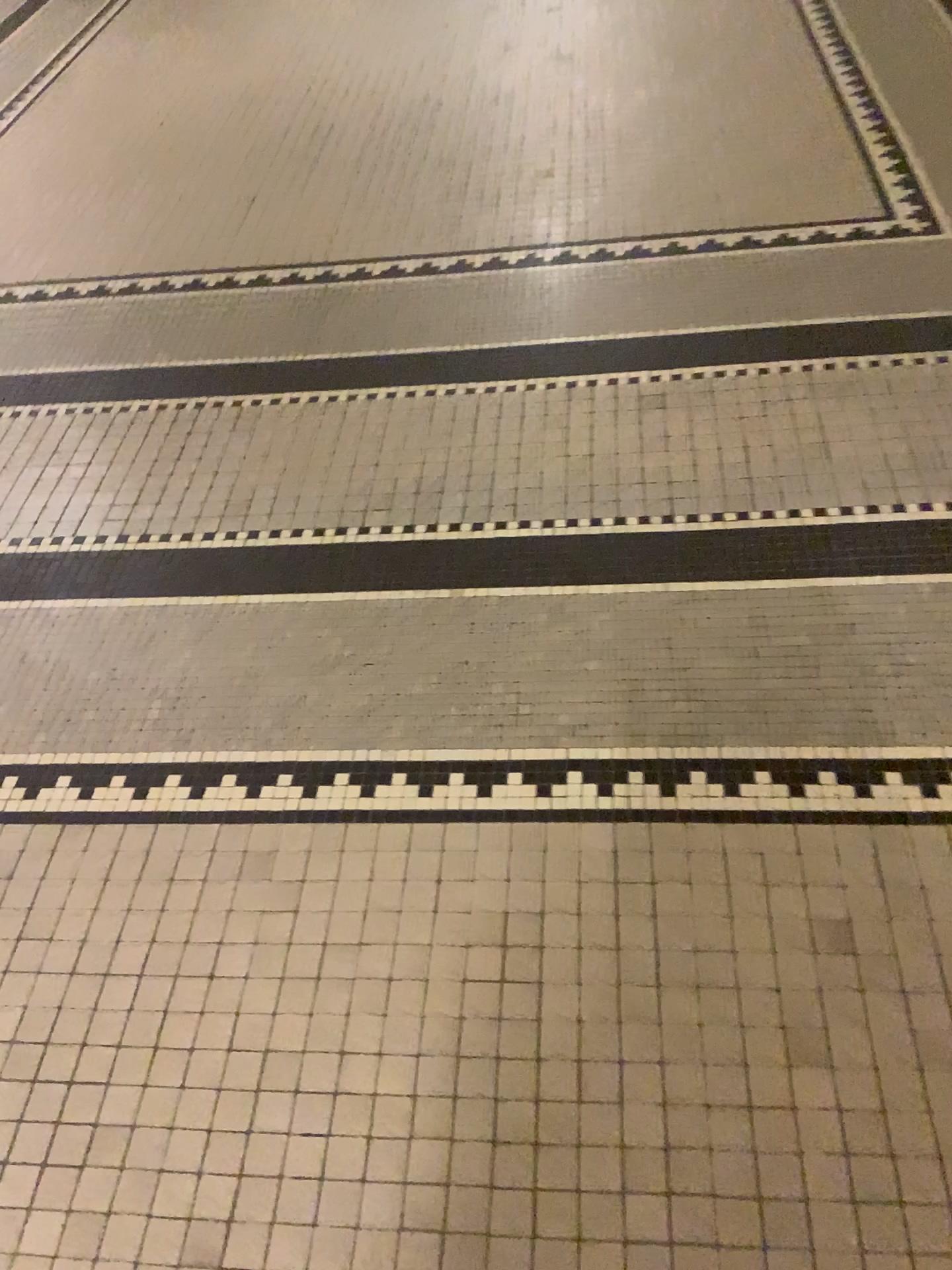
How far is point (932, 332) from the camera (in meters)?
2.03

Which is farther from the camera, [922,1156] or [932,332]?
[932,332]

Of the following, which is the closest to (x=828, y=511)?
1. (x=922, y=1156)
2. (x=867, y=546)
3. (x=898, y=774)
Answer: (x=867, y=546)

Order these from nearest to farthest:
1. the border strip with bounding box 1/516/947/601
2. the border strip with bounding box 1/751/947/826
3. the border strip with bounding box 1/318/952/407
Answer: the border strip with bounding box 1/751/947/826, the border strip with bounding box 1/516/947/601, the border strip with bounding box 1/318/952/407

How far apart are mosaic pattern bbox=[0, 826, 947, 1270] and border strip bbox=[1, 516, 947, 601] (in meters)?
0.45

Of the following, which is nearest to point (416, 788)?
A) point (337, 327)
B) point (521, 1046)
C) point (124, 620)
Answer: point (521, 1046)

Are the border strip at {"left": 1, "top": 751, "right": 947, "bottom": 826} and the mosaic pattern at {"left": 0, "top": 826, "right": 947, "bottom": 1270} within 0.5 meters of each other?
yes

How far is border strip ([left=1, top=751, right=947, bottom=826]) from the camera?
1.3m

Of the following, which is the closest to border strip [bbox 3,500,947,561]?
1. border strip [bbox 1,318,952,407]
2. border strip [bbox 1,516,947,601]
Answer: border strip [bbox 1,516,947,601]

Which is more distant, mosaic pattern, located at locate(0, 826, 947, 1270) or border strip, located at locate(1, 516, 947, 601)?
border strip, located at locate(1, 516, 947, 601)
